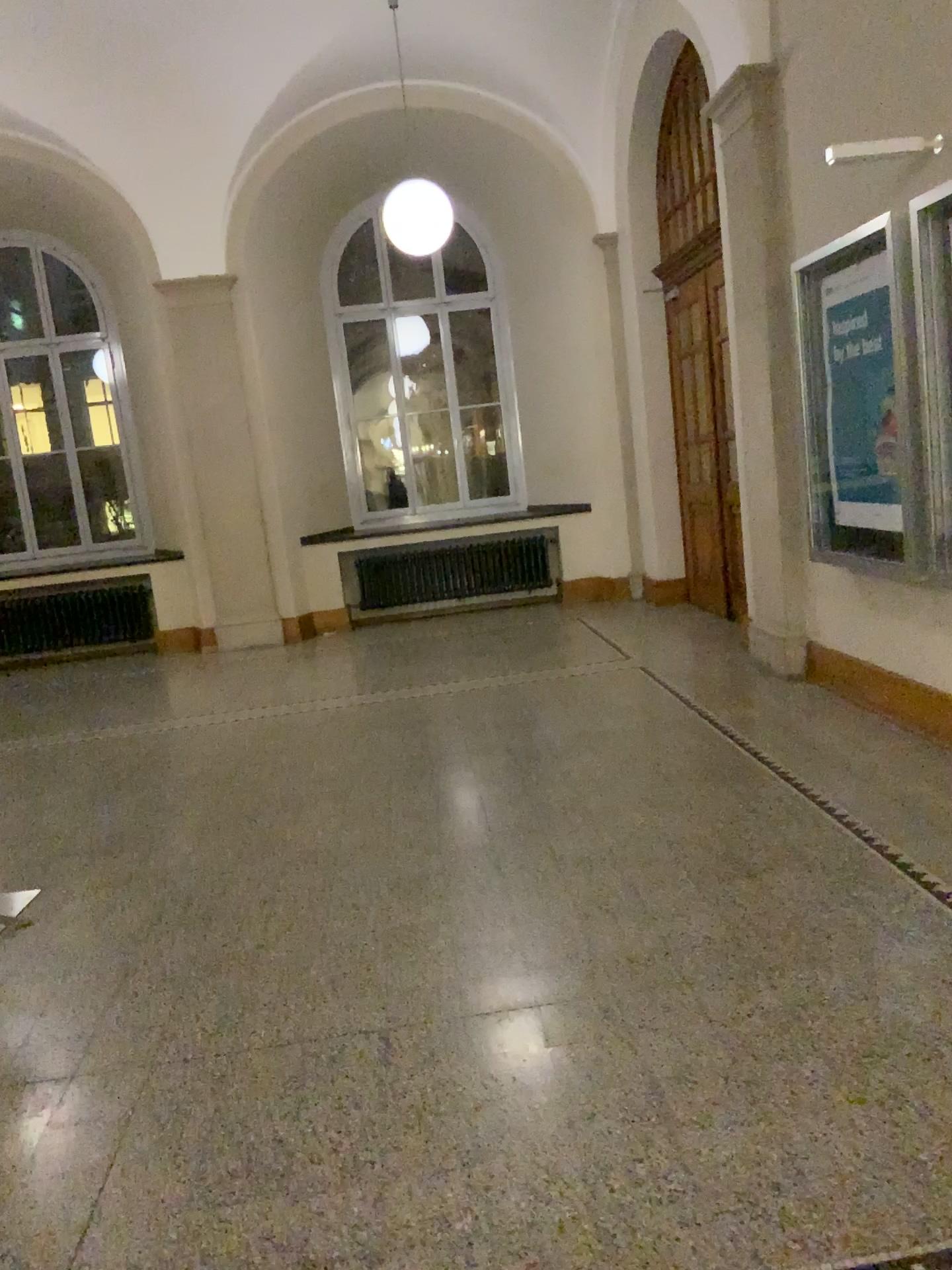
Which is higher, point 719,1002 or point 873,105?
point 873,105
